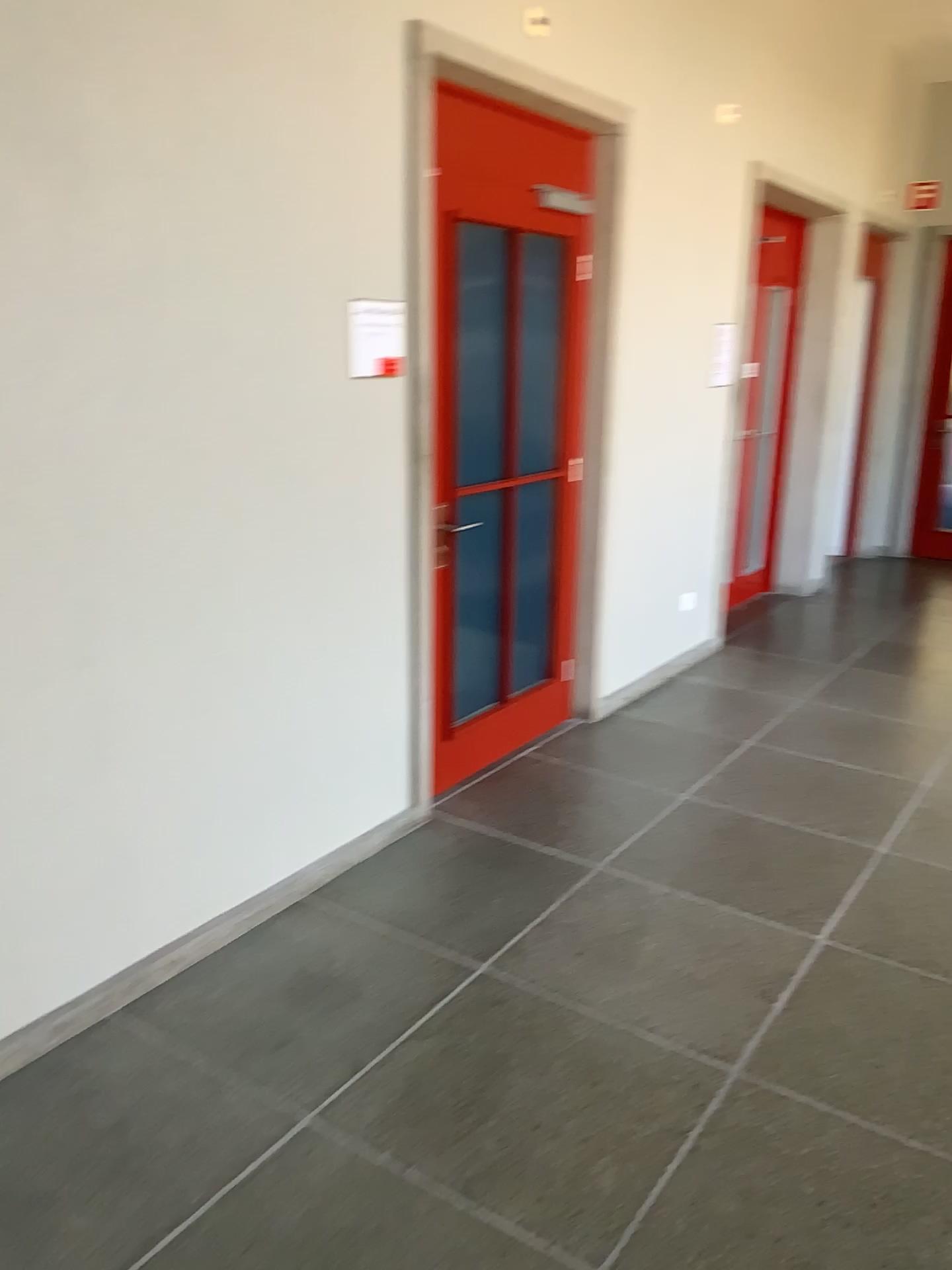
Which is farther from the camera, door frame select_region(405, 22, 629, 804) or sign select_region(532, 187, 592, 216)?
sign select_region(532, 187, 592, 216)

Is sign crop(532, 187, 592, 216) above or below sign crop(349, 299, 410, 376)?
above

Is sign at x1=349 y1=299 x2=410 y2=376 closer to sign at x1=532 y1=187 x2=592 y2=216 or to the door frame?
the door frame

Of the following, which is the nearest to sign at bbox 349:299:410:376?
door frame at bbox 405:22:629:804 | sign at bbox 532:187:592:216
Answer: door frame at bbox 405:22:629:804

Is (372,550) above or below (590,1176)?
above

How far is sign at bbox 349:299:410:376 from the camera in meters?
3.0

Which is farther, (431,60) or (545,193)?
(545,193)

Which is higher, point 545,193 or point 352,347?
point 545,193

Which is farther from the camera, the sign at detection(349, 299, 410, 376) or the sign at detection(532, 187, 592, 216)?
the sign at detection(532, 187, 592, 216)

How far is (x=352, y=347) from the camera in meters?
3.0
